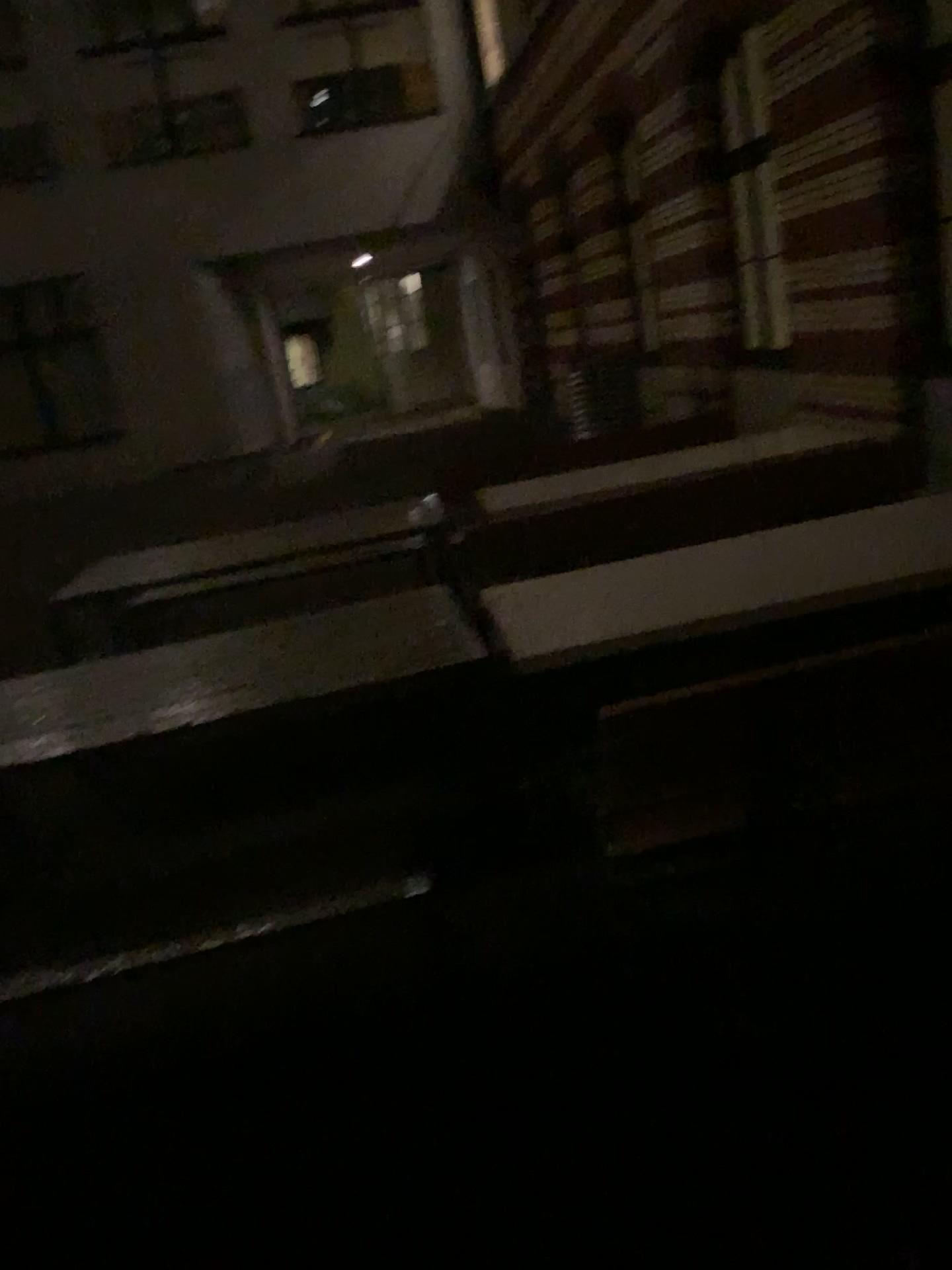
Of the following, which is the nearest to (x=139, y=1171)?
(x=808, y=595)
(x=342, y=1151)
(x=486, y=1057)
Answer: (x=342, y=1151)
